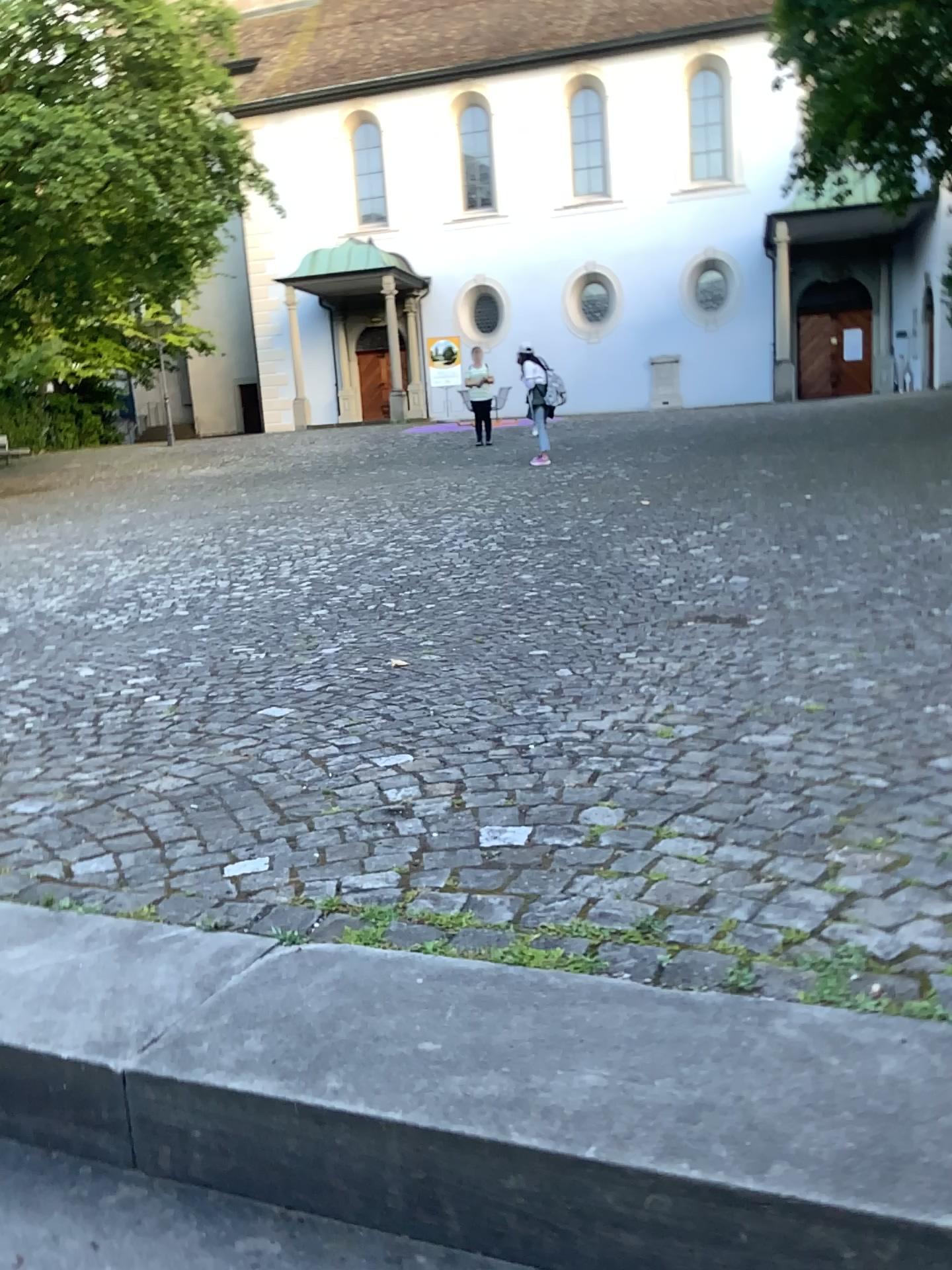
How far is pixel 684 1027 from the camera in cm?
126
